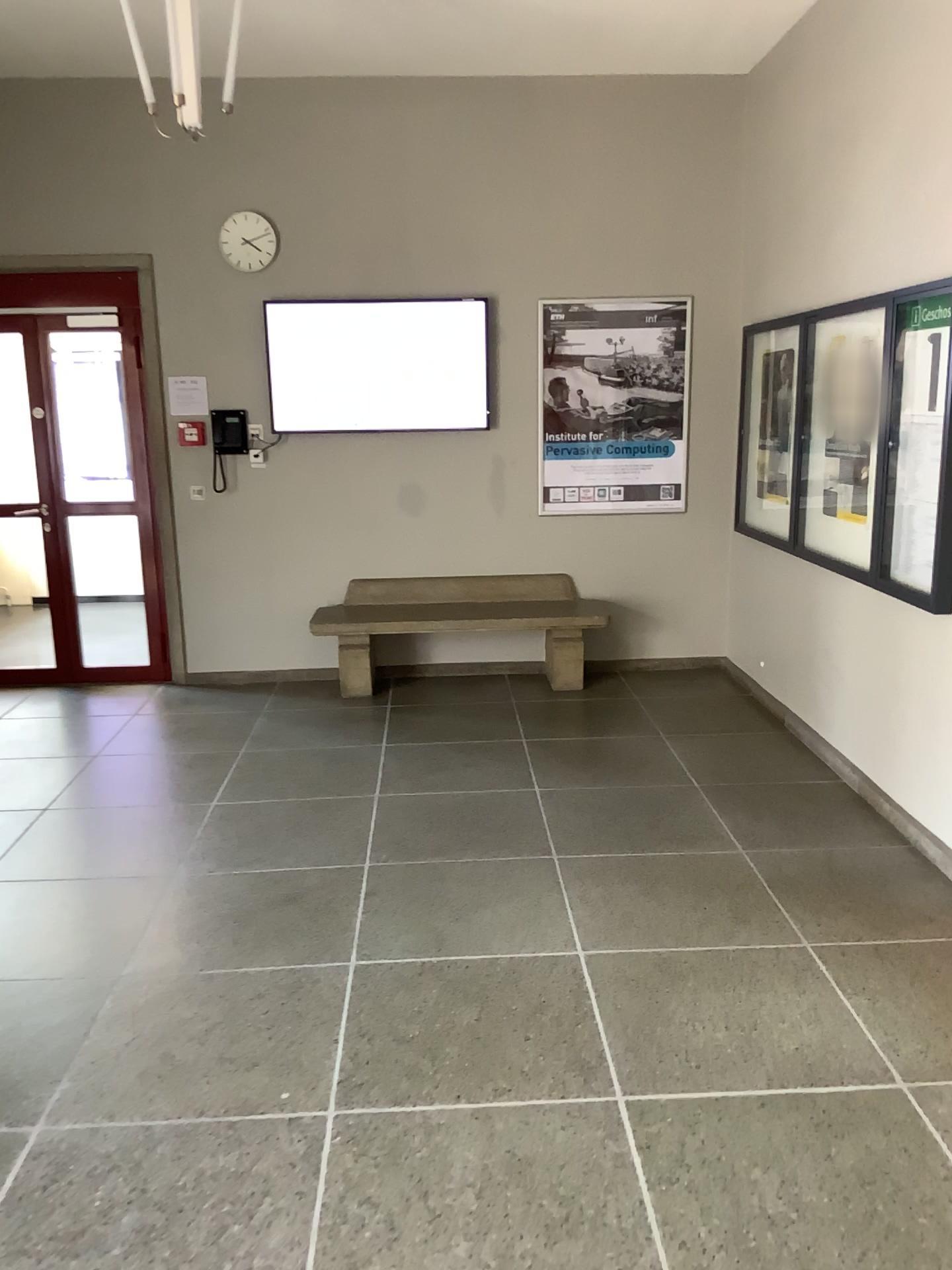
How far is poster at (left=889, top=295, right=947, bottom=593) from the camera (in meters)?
3.72

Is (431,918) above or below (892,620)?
below

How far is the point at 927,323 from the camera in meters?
3.7

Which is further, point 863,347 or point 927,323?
point 863,347

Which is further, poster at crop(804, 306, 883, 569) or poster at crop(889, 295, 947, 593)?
poster at crop(804, 306, 883, 569)
